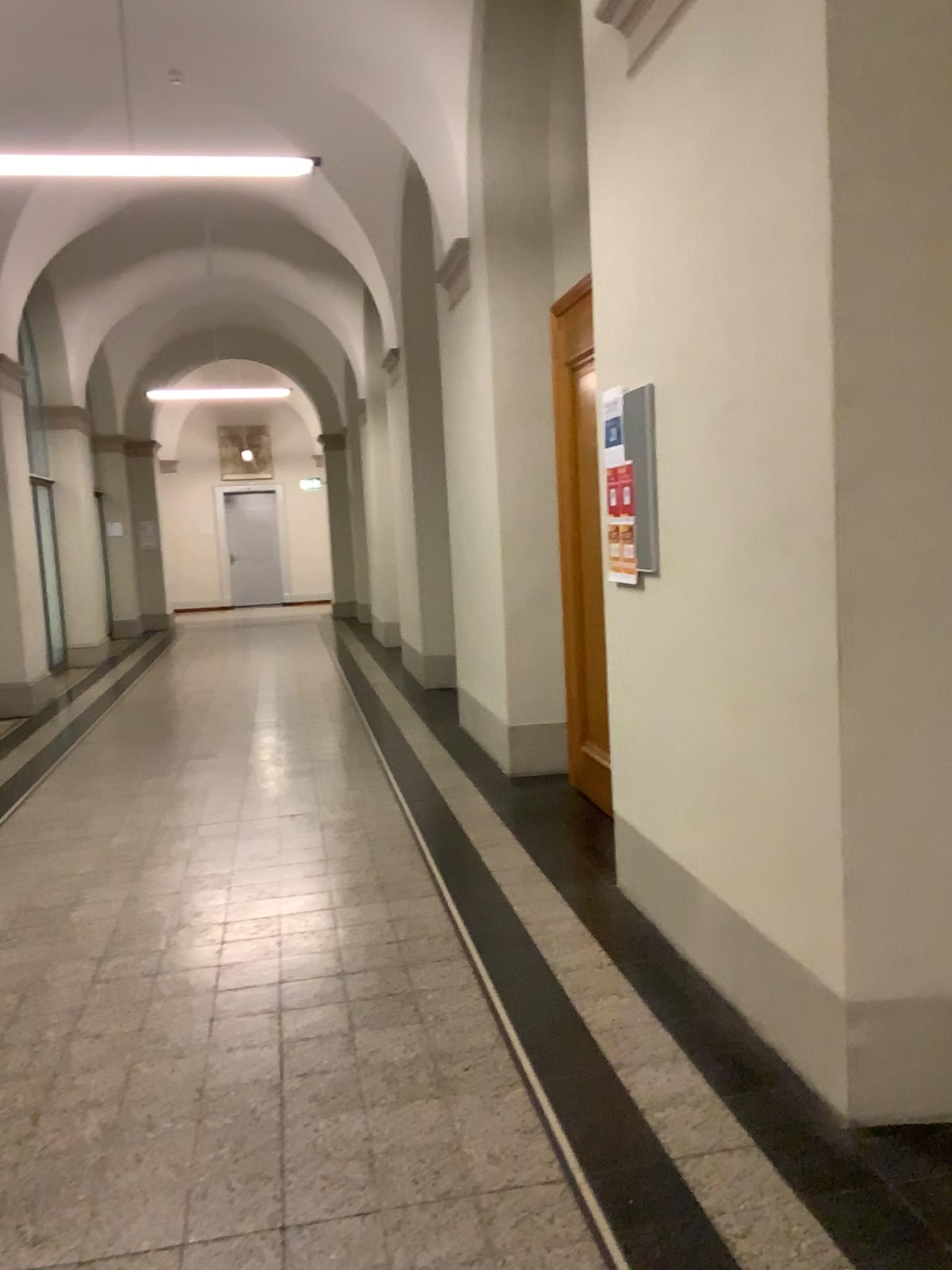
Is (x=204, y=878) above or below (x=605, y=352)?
below
